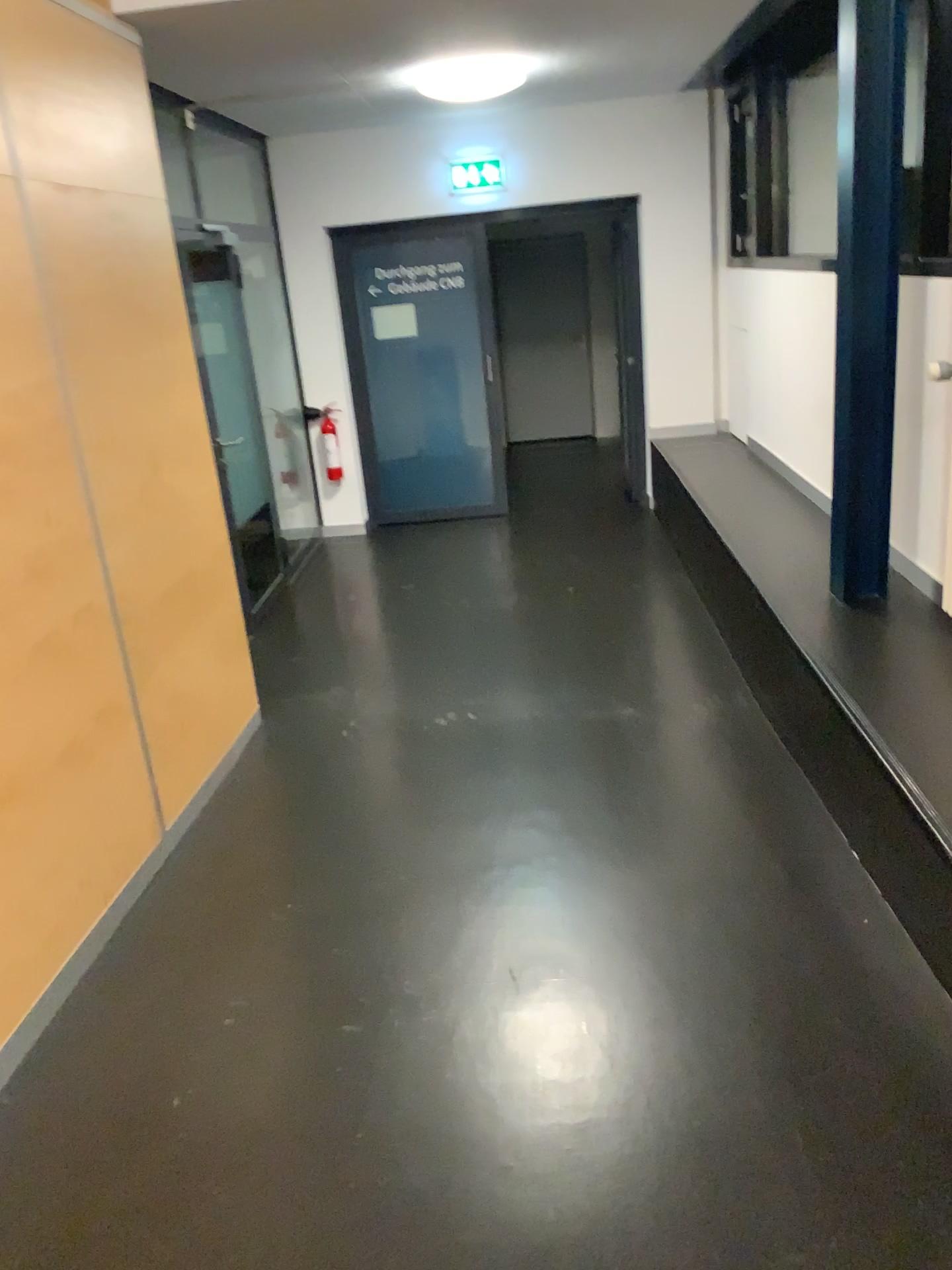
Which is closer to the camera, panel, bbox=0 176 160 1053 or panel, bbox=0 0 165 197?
panel, bbox=0 176 160 1053

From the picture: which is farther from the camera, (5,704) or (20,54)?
(20,54)

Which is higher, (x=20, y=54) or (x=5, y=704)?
(x=20, y=54)

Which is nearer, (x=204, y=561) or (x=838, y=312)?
(x=838, y=312)

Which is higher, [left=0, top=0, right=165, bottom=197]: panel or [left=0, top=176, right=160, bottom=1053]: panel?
[left=0, top=0, right=165, bottom=197]: panel
